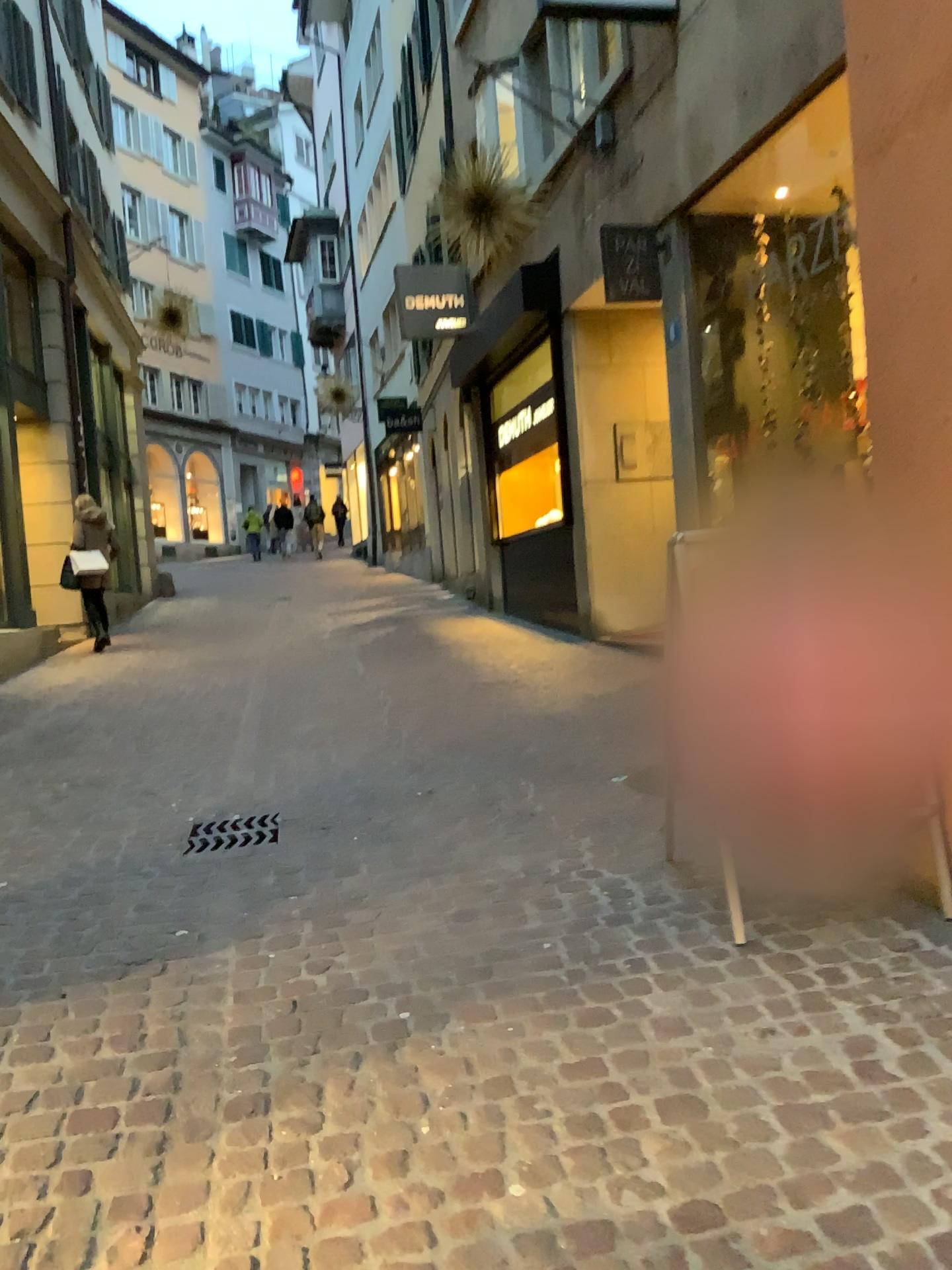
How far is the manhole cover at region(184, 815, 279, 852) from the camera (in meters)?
4.11

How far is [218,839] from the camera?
4.1 meters

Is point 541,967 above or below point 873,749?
below
